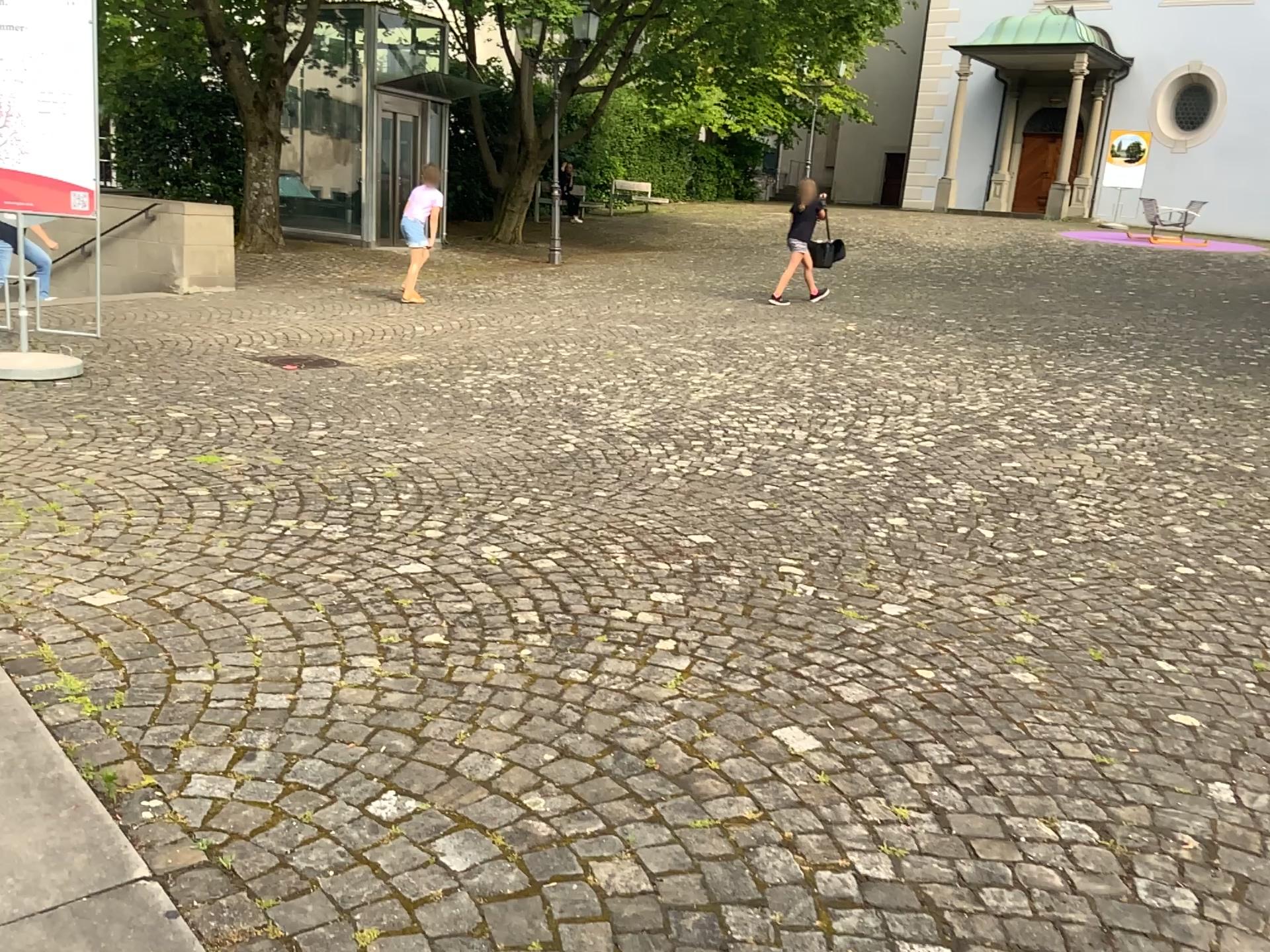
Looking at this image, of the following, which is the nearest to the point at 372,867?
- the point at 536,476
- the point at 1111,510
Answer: the point at 536,476
